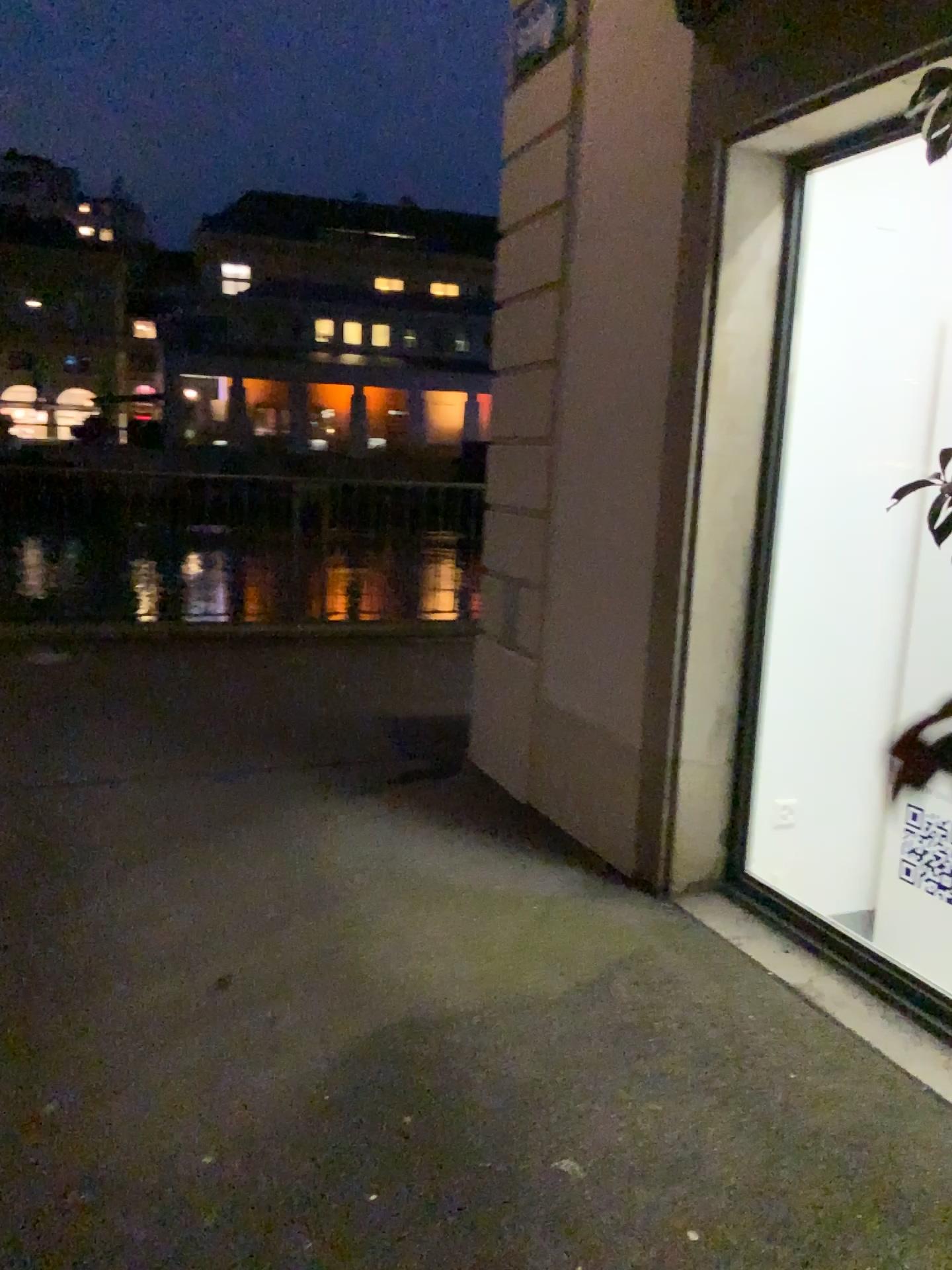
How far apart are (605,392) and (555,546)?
0.65m
